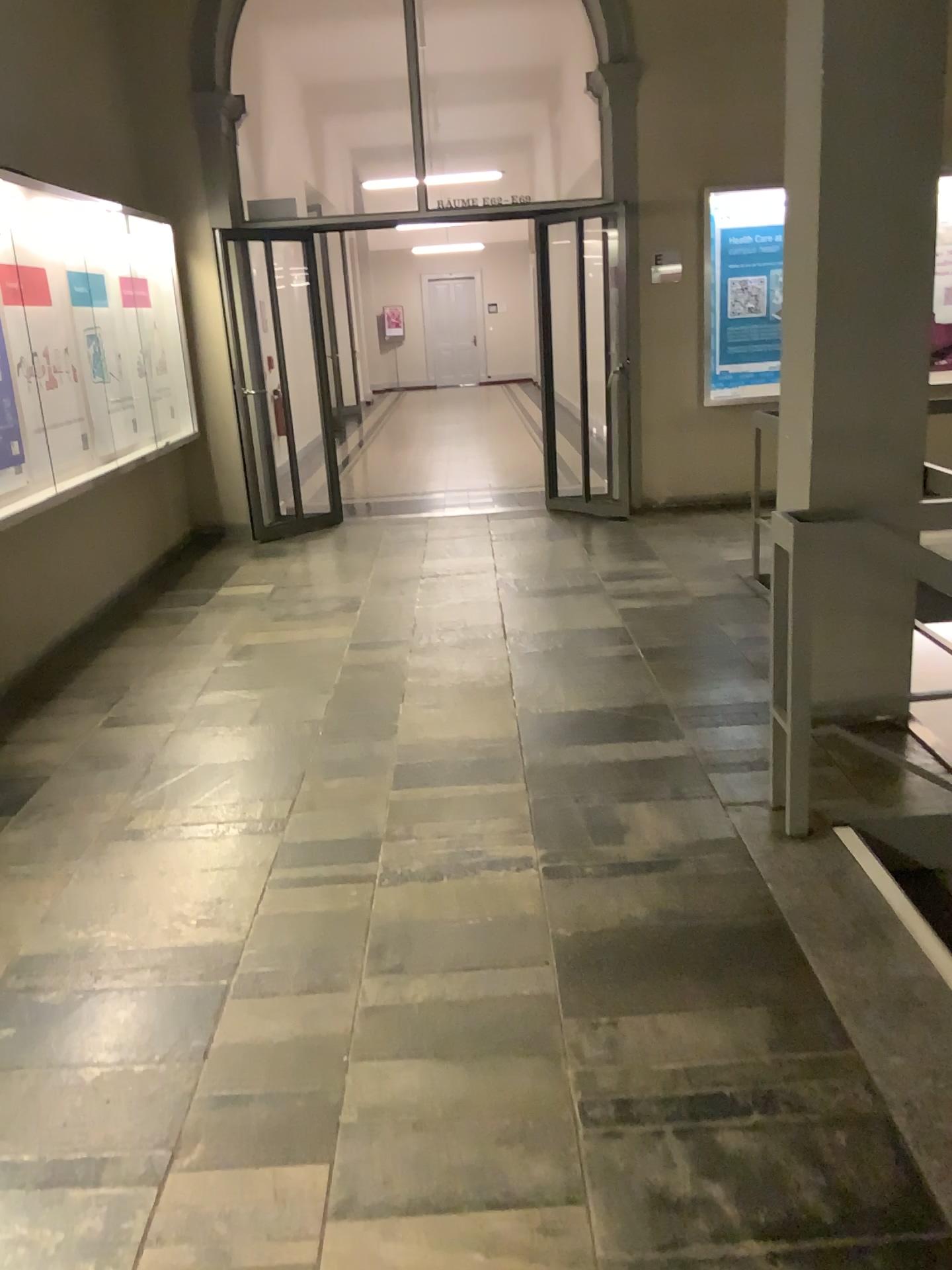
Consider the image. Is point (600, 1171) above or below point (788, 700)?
below
